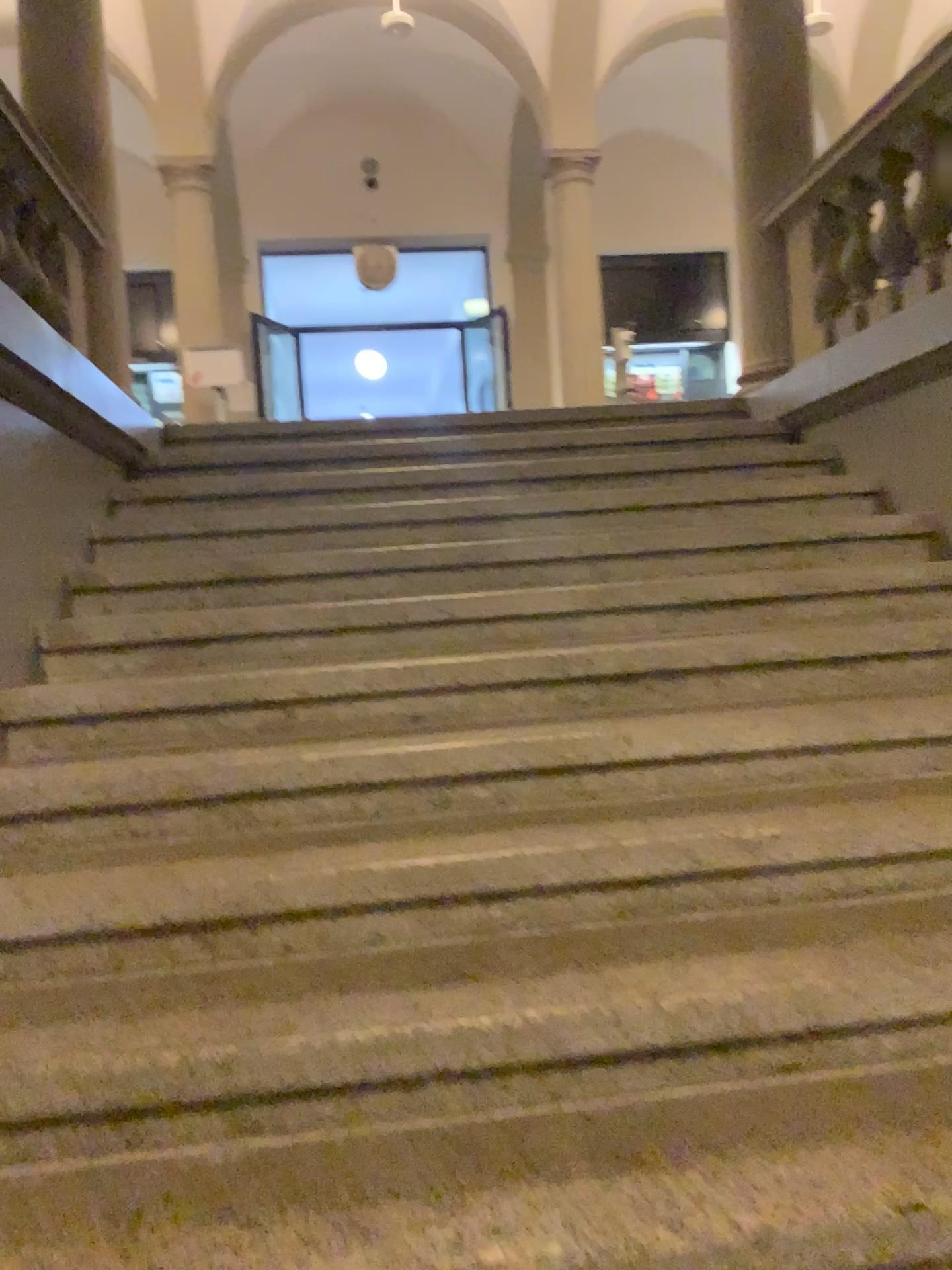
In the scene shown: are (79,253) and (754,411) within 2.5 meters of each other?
no
